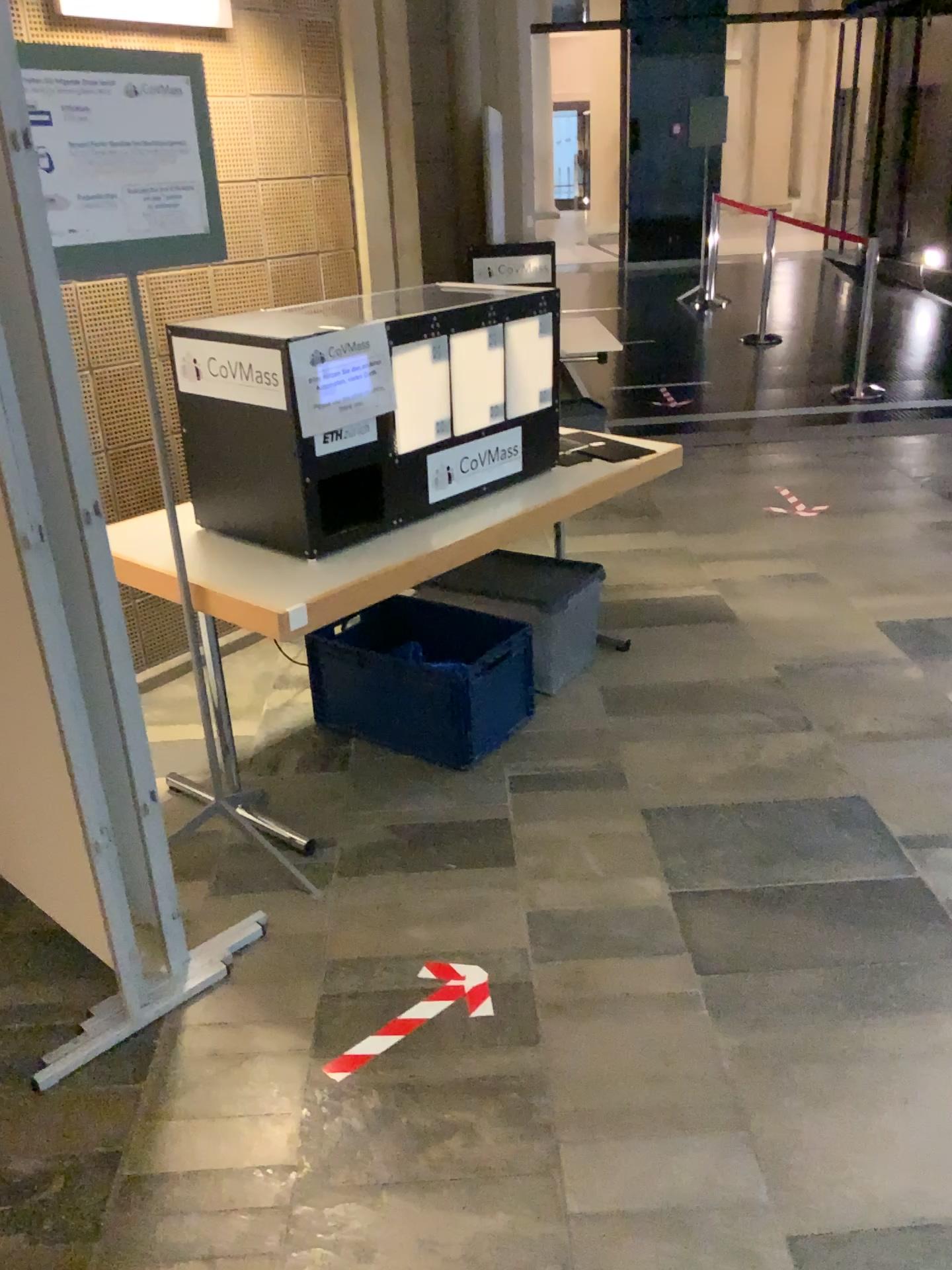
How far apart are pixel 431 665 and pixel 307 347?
1.0 meters

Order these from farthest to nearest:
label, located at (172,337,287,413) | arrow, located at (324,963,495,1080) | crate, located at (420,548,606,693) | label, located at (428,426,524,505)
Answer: crate, located at (420,548,606,693)
label, located at (428,426,524,505)
label, located at (172,337,287,413)
arrow, located at (324,963,495,1080)

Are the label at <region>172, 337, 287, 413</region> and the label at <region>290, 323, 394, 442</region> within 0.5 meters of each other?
yes

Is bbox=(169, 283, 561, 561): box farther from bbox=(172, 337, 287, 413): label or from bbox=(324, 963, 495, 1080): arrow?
bbox=(324, 963, 495, 1080): arrow

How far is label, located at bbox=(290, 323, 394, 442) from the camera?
2.40m

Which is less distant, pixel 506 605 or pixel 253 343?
pixel 253 343

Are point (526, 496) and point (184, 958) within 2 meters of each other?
yes

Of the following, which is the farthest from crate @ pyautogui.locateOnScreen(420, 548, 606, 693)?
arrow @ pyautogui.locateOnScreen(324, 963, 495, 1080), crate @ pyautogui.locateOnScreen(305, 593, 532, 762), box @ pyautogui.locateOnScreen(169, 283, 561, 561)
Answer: arrow @ pyautogui.locateOnScreen(324, 963, 495, 1080)

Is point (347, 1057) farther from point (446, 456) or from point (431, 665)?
point (446, 456)

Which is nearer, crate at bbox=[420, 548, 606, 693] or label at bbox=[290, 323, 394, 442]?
label at bbox=[290, 323, 394, 442]
